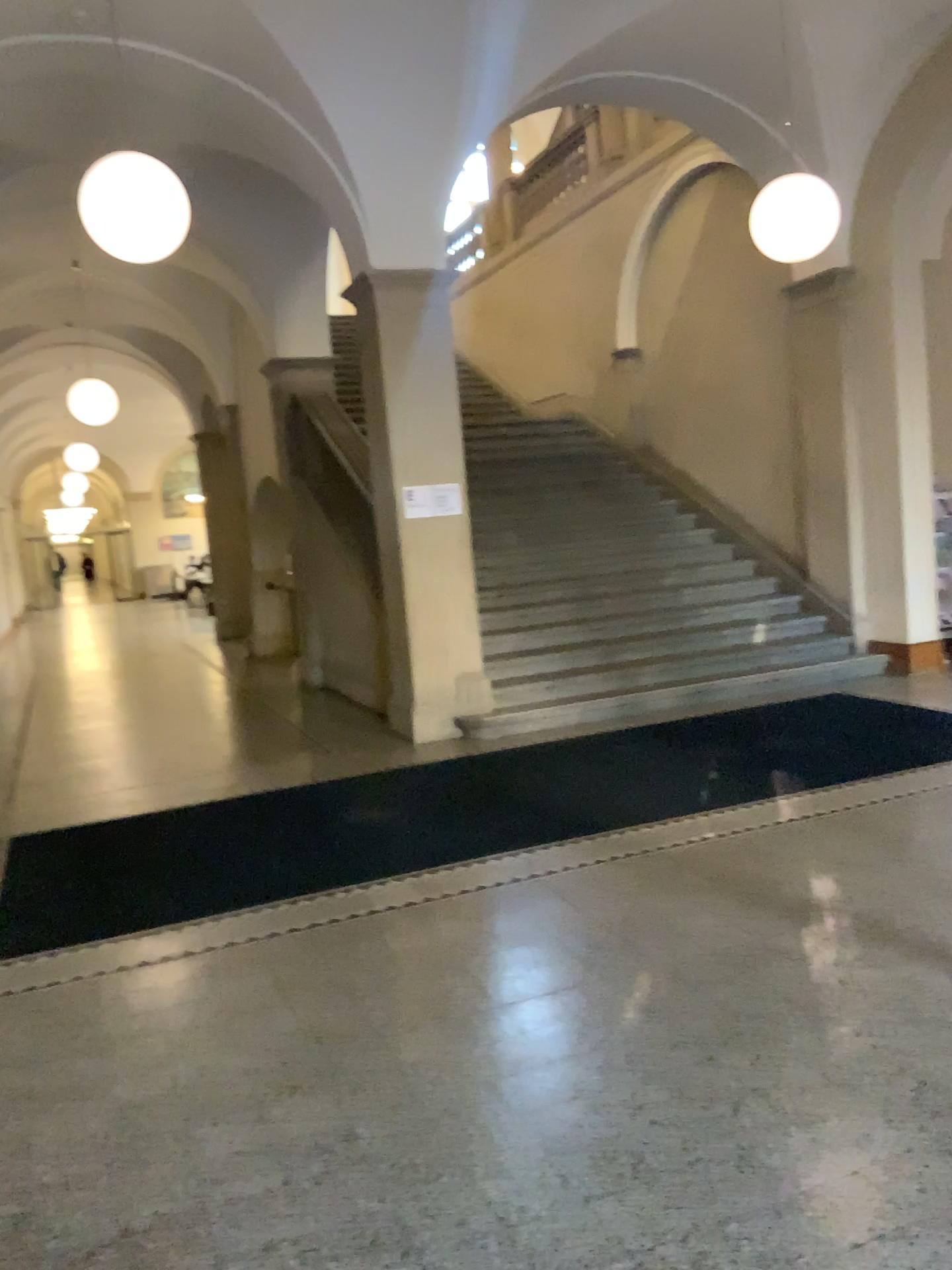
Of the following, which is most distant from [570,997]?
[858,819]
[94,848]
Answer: [94,848]
